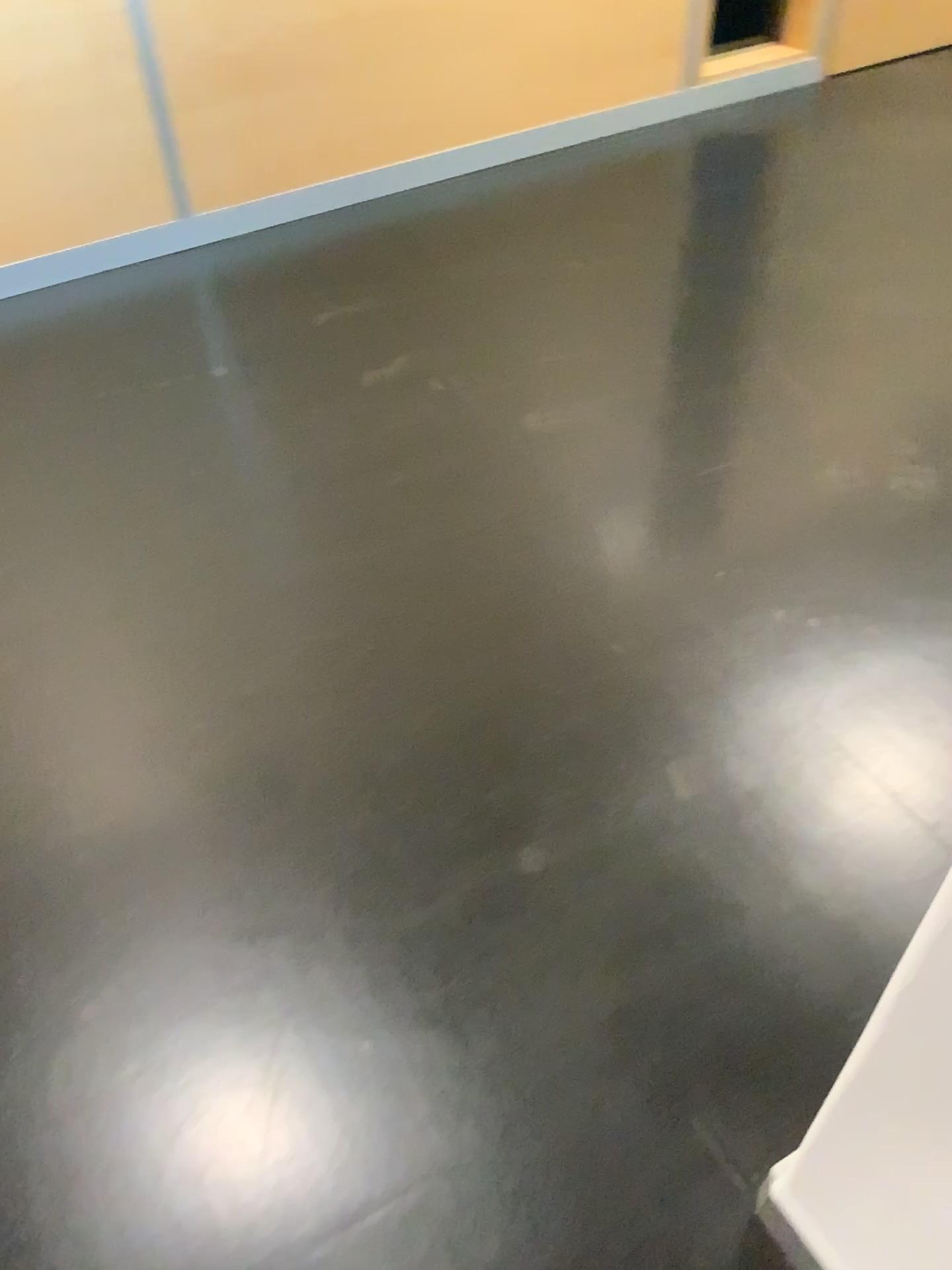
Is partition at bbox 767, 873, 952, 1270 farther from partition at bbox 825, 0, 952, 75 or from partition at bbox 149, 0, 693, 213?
partition at bbox 825, 0, 952, 75

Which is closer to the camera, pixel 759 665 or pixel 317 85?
pixel 759 665

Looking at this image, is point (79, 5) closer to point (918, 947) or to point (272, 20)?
point (272, 20)

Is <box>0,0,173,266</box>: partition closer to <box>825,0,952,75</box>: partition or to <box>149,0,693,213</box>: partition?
<box>149,0,693,213</box>: partition

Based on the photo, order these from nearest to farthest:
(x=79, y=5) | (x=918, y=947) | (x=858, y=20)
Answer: (x=918, y=947) < (x=79, y=5) < (x=858, y=20)

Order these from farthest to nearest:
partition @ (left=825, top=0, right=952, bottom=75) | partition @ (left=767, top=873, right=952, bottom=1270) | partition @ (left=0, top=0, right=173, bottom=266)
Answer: partition @ (left=825, top=0, right=952, bottom=75)
partition @ (left=0, top=0, right=173, bottom=266)
partition @ (left=767, top=873, right=952, bottom=1270)

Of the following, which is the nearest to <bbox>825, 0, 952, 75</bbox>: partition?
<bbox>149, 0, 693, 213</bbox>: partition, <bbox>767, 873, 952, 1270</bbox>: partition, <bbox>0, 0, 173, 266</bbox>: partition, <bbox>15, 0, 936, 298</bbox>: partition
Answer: <bbox>15, 0, 936, 298</bbox>: partition

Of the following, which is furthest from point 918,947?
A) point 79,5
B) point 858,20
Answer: point 858,20

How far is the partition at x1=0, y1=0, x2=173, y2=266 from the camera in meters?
2.4 m

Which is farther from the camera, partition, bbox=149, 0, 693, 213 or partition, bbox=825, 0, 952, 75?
partition, bbox=825, 0, 952, 75
